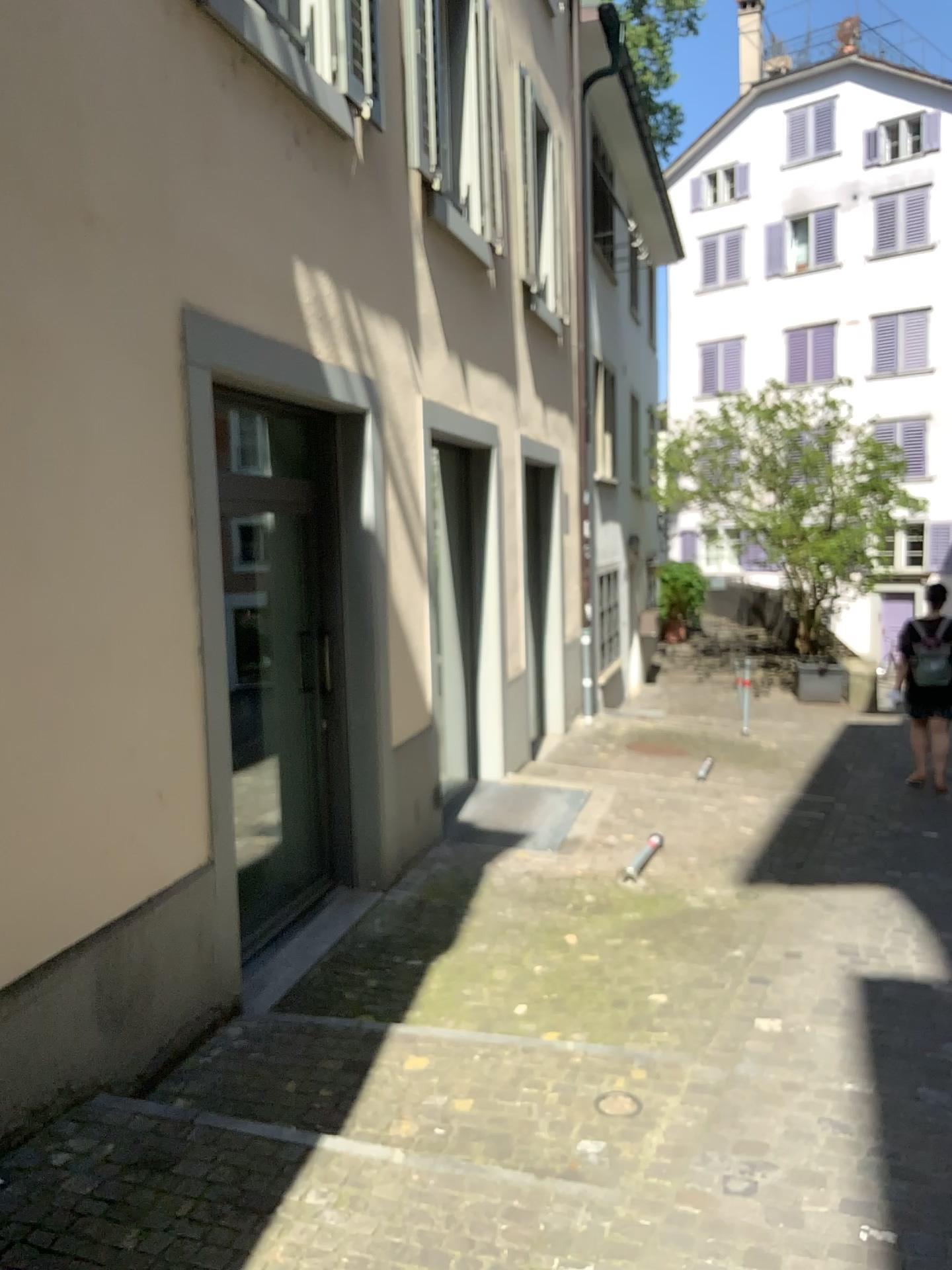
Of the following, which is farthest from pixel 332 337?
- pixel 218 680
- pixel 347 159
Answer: pixel 218 680
